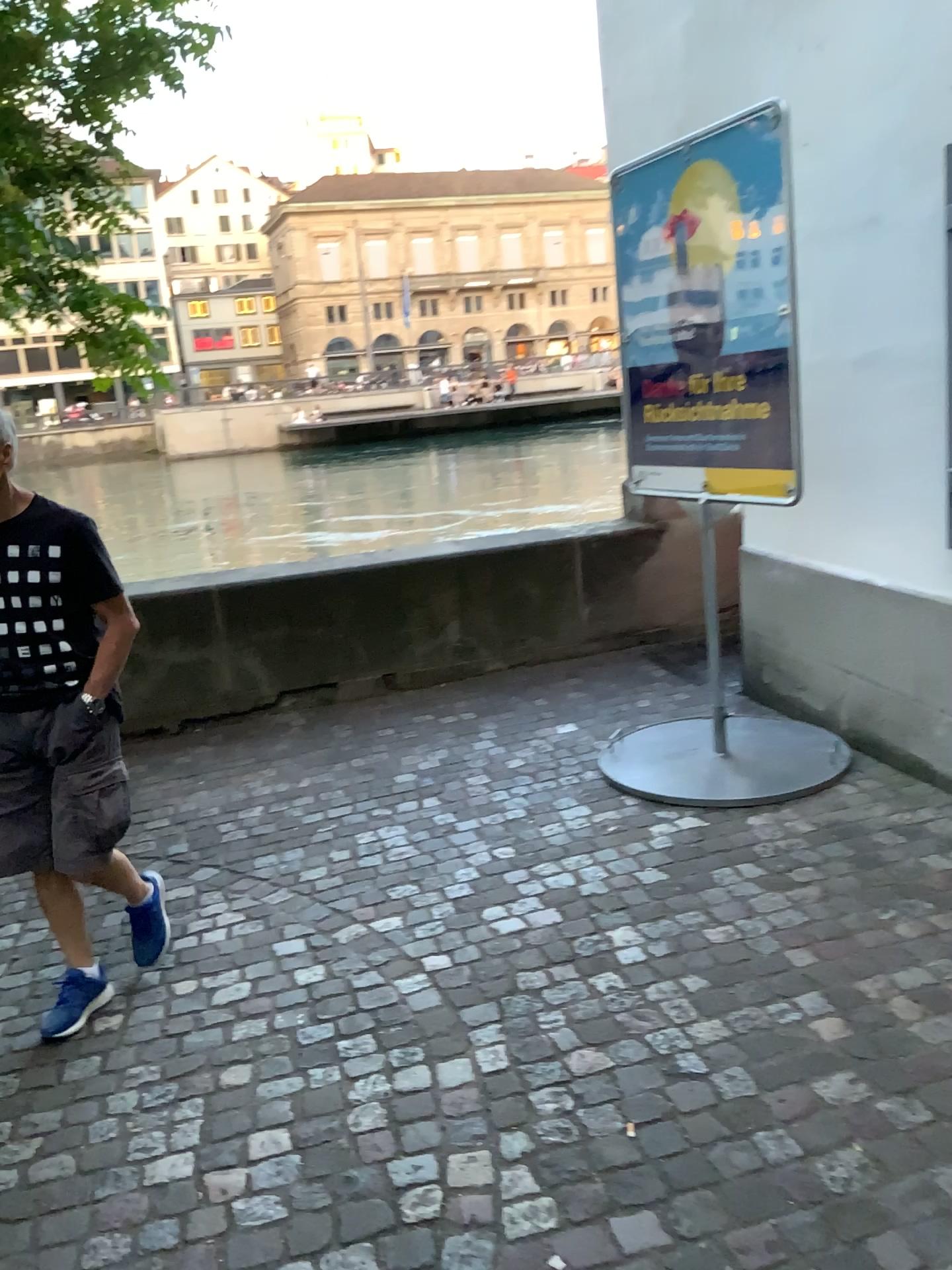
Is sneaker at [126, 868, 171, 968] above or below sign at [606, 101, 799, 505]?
below

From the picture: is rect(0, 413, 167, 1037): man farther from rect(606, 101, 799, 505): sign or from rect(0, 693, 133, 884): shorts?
rect(606, 101, 799, 505): sign

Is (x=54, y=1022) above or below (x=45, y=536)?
below

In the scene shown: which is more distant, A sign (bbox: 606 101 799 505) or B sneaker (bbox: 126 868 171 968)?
A sign (bbox: 606 101 799 505)

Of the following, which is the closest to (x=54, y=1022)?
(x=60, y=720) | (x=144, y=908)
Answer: (x=144, y=908)

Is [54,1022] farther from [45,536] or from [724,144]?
[724,144]

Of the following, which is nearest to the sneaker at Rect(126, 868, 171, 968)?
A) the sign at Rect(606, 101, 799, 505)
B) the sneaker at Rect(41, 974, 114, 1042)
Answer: the sneaker at Rect(41, 974, 114, 1042)

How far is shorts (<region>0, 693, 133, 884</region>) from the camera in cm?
264

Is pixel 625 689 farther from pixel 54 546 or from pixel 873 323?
pixel 54 546

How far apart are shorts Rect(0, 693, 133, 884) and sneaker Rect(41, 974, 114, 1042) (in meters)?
0.34
